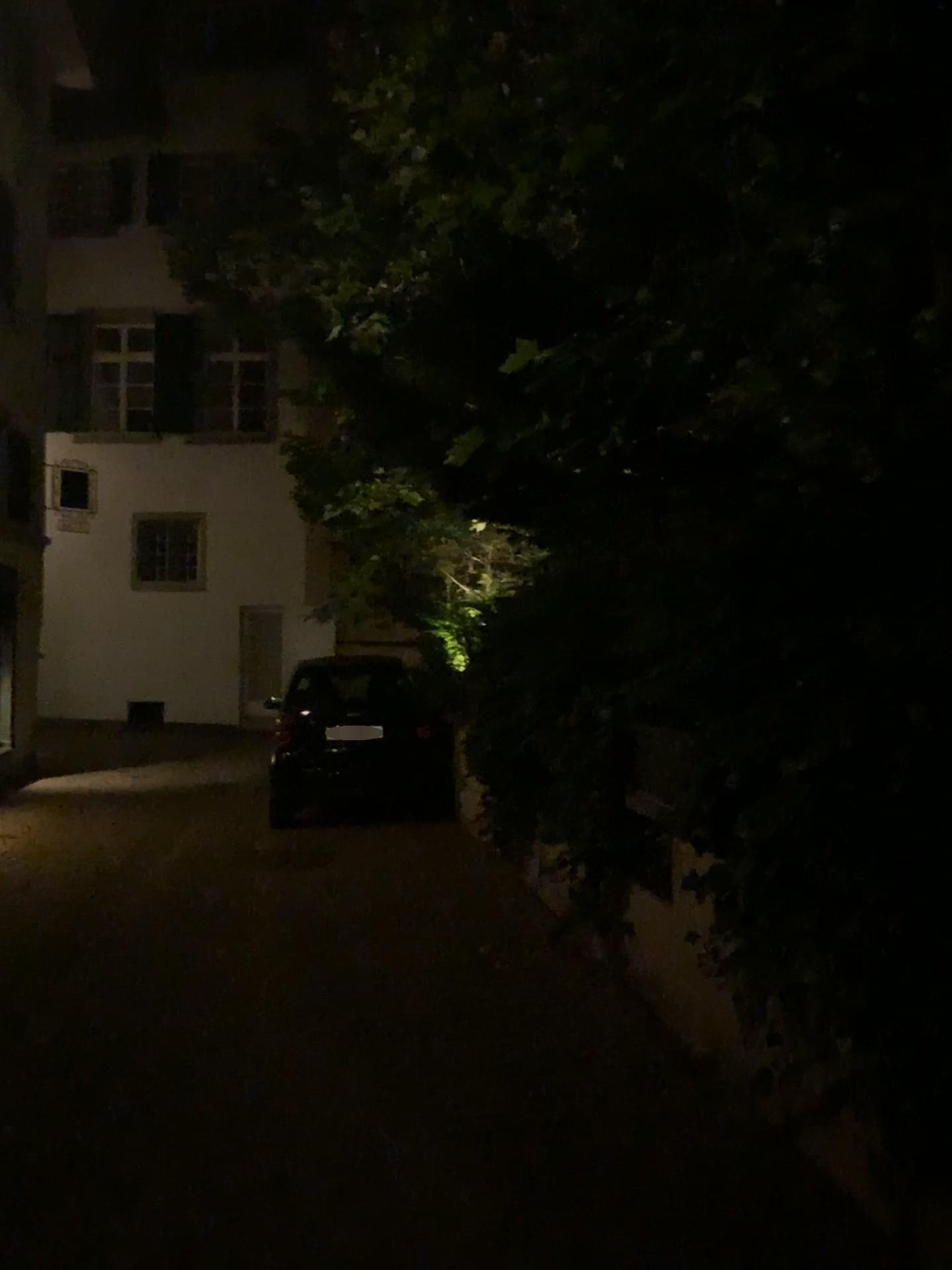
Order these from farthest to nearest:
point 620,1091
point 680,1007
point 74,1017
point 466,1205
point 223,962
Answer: point 223,962, point 74,1017, point 680,1007, point 620,1091, point 466,1205
